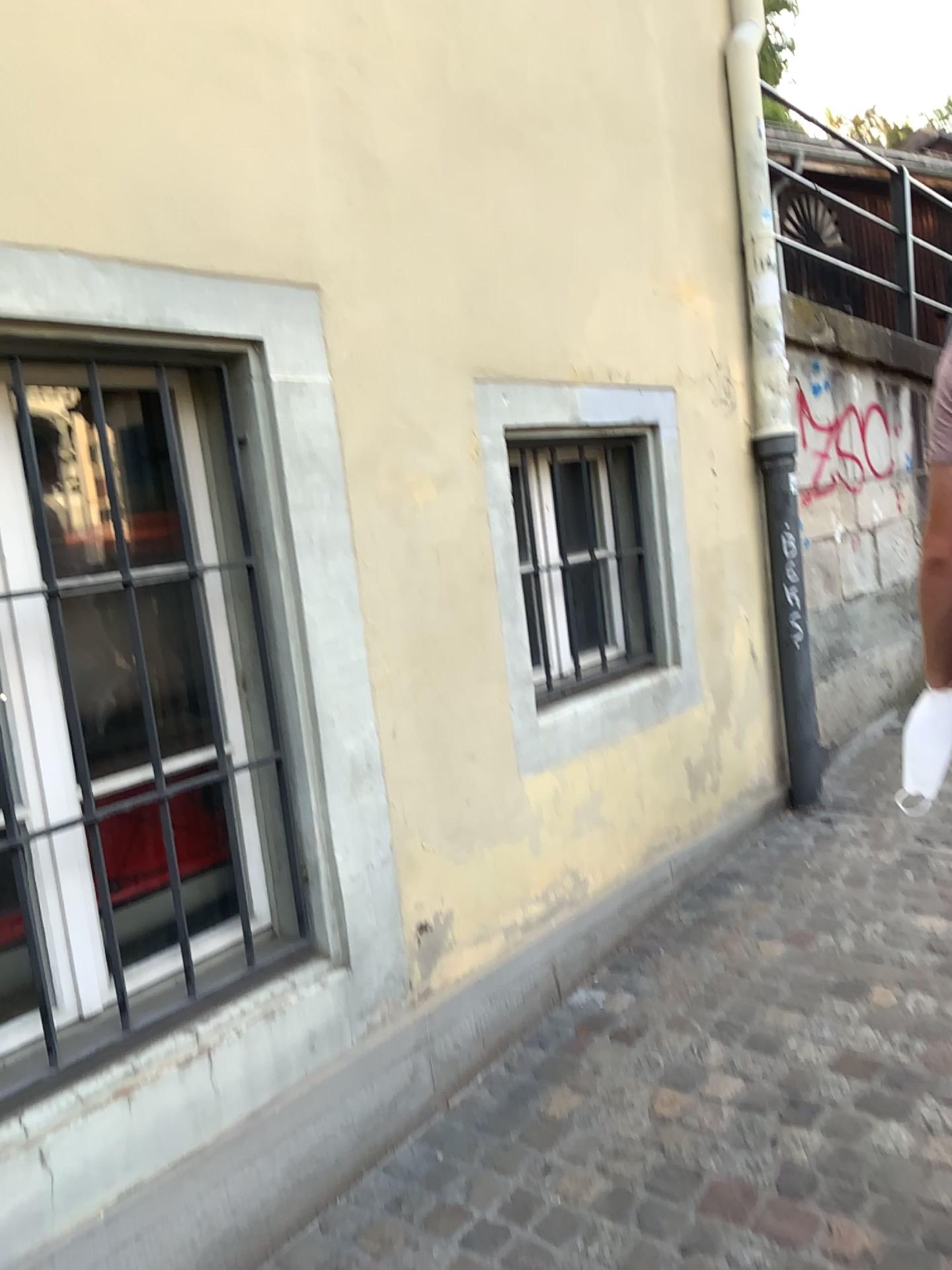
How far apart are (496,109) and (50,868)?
2.1 meters
